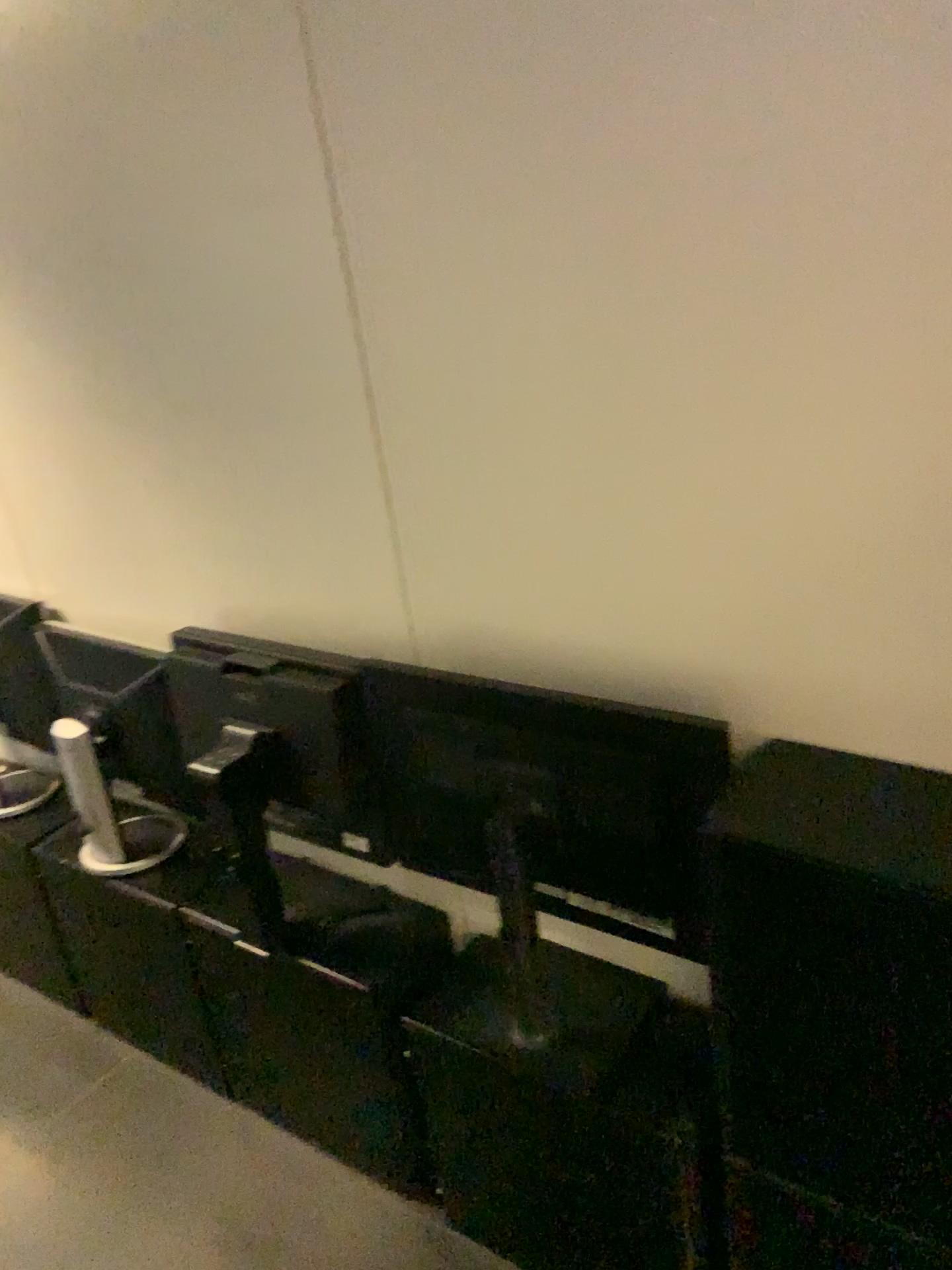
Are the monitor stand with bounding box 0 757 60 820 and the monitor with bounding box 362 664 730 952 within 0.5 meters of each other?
no

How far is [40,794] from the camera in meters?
2.4 m

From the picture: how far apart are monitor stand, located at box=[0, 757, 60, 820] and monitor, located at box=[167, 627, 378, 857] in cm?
74

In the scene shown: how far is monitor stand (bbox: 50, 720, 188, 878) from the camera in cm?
197

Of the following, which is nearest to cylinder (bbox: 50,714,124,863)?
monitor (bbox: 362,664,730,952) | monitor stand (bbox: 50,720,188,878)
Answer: monitor stand (bbox: 50,720,188,878)

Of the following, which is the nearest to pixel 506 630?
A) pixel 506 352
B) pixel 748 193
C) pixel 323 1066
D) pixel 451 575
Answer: pixel 451 575

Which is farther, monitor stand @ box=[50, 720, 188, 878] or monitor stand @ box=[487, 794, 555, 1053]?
monitor stand @ box=[50, 720, 188, 878]

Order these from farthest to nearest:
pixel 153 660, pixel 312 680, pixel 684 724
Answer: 1. pixel 153 660
2. pixel 312 680
3. pixel 684 724

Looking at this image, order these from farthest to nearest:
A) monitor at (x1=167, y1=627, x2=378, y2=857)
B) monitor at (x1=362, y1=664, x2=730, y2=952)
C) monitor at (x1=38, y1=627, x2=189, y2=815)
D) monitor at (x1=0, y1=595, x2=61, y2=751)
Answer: monitor at (x1=0, y1=595, x2=61, y2=751), monitor at (x1=38, y1=627, x2=189, y2=815), monitor at (x1=167, y1=627, x2=378, y2=857), monitor at (x1=362, y1=664, x2=730, y2=952)

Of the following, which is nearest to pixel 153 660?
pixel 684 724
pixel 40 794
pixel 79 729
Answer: pixel 79 729
